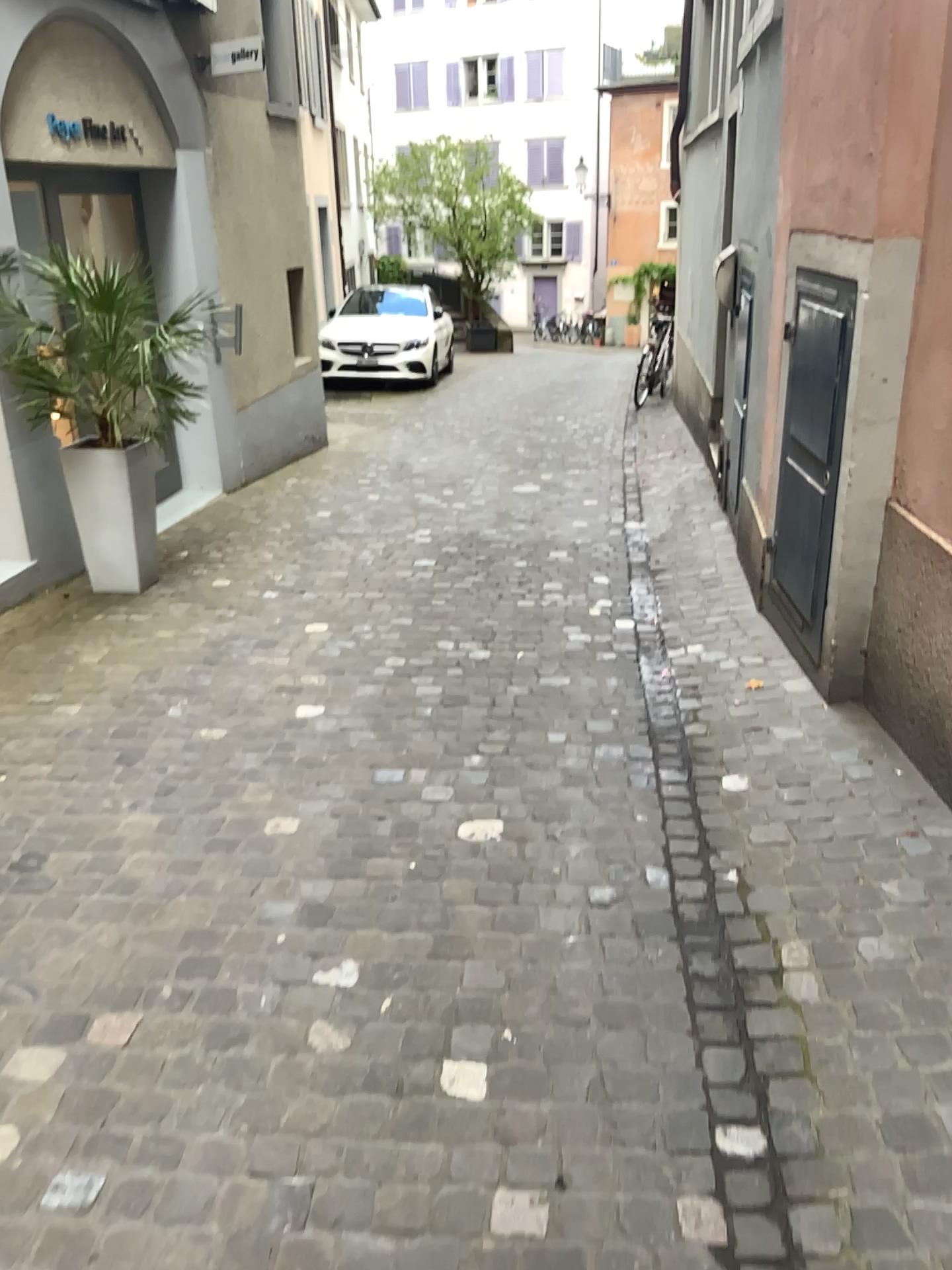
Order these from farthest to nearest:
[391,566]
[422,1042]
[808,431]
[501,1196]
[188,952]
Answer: [391,566]
[808,431]
[188,952]
[422,1042]
[501,1196]

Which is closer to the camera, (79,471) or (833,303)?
(833,303)

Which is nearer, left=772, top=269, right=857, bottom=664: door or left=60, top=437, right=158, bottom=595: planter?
left=772, top=269, right=857, bottom=664: door

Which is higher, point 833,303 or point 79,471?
point 833,303
